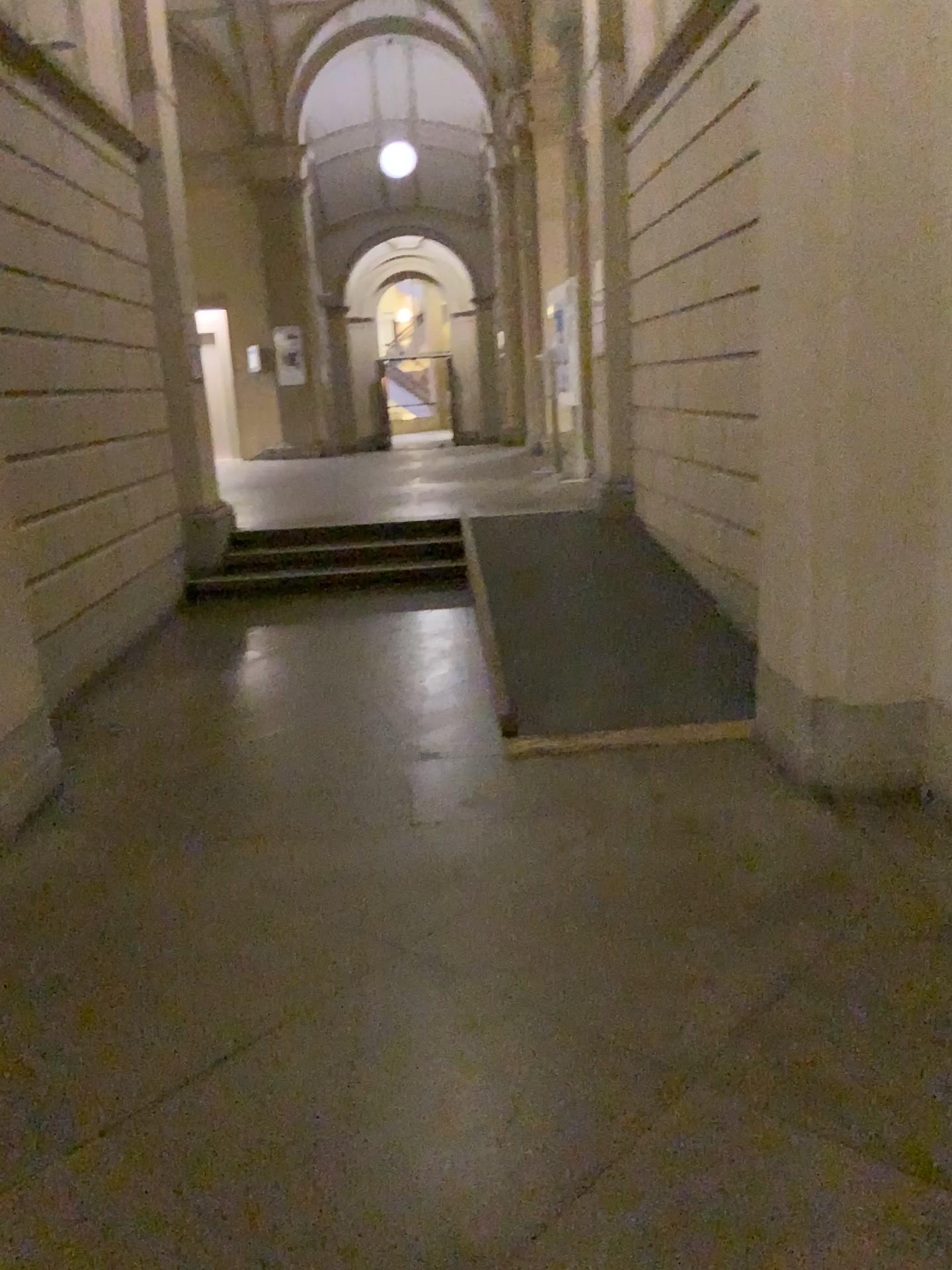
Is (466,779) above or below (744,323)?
below
